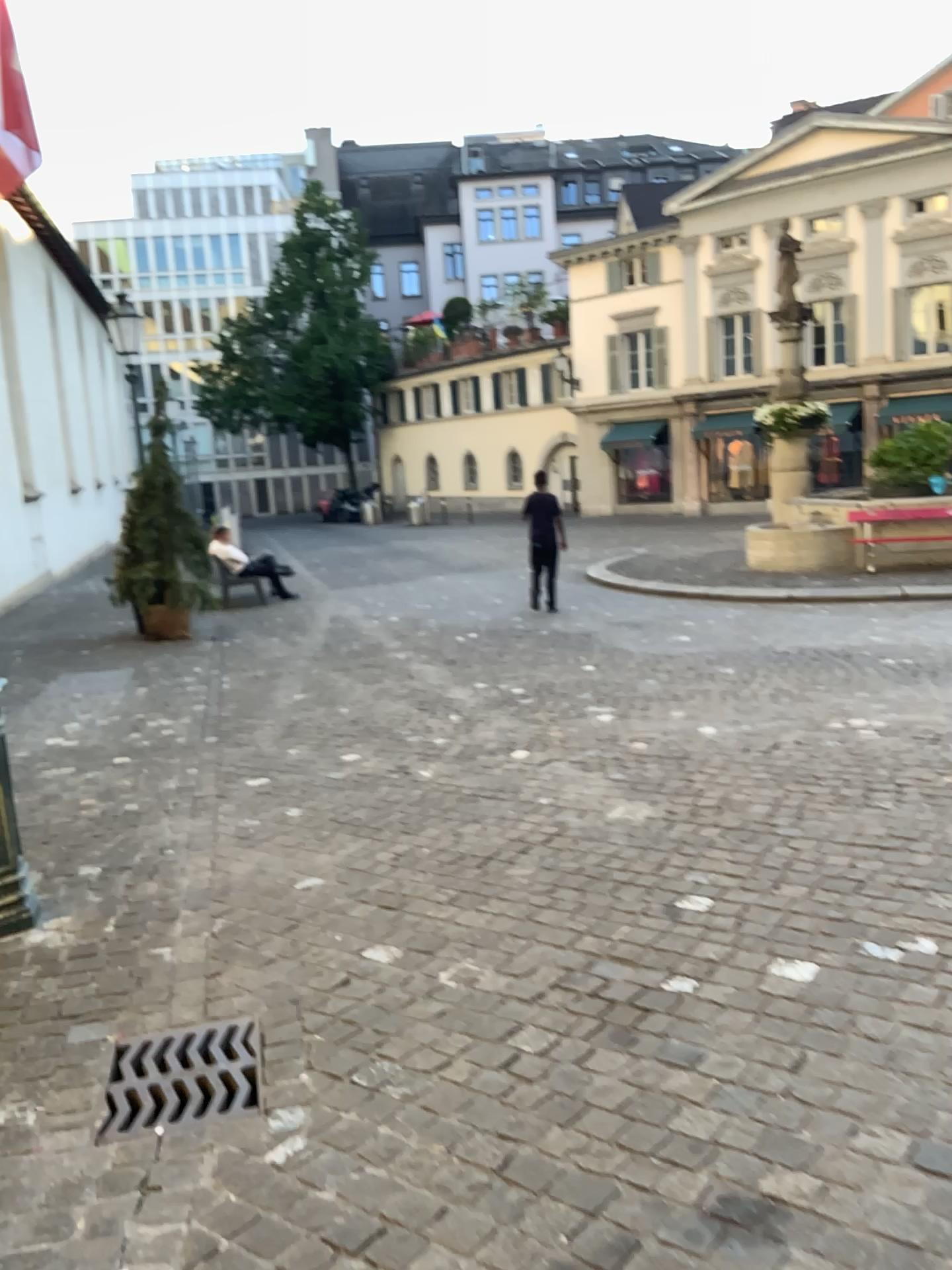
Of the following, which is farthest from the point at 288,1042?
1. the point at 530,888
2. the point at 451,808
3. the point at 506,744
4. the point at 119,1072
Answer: the point at 506,744
